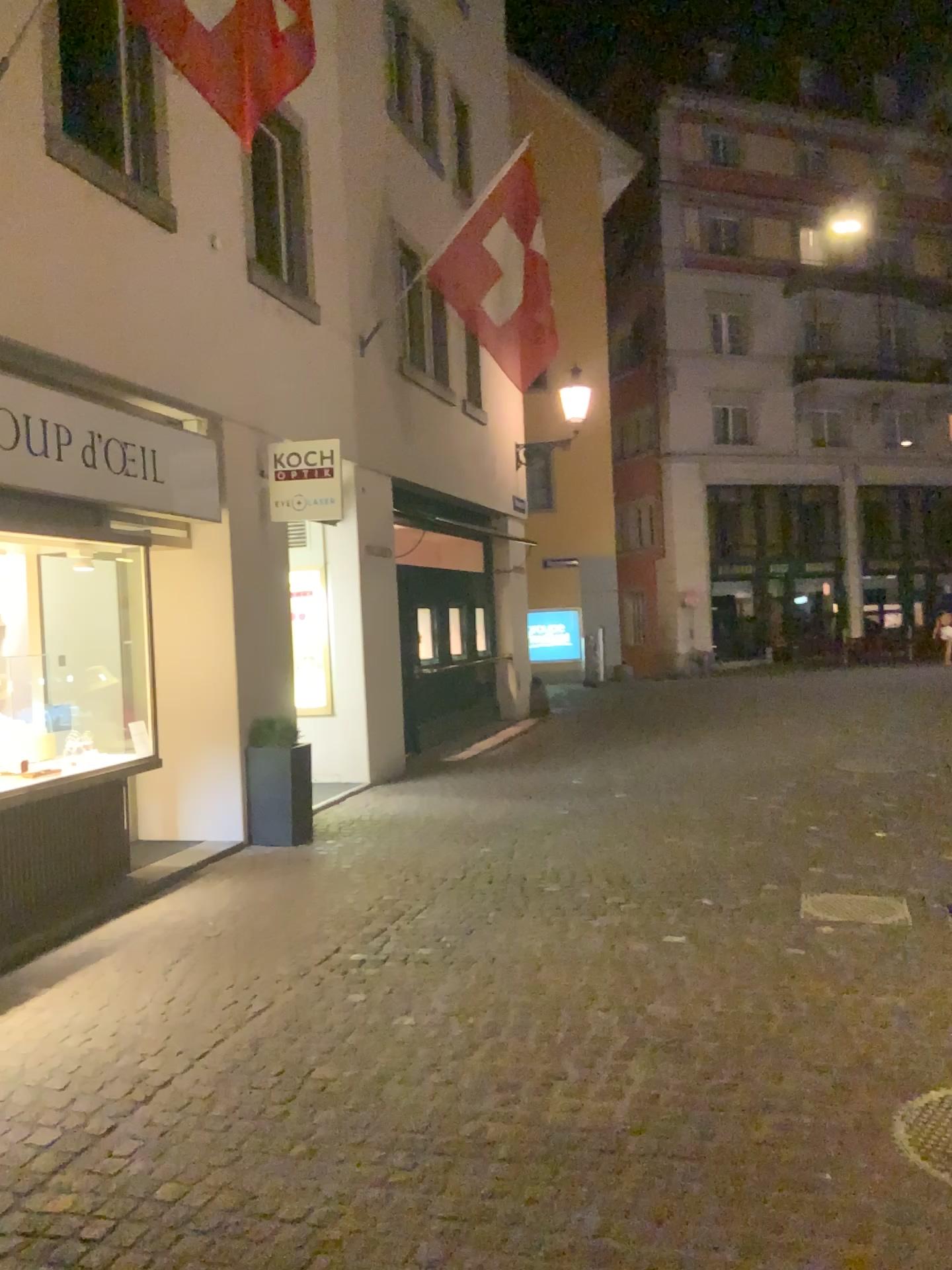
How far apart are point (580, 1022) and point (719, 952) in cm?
92

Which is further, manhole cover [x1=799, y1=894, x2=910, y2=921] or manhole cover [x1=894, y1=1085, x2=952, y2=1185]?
manhole cover [x1=799, y1=894, x2=910, y2=921]

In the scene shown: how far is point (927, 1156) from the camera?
2.9m

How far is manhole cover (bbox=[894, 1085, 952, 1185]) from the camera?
2.93m

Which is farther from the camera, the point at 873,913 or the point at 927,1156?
the point at 873,913
